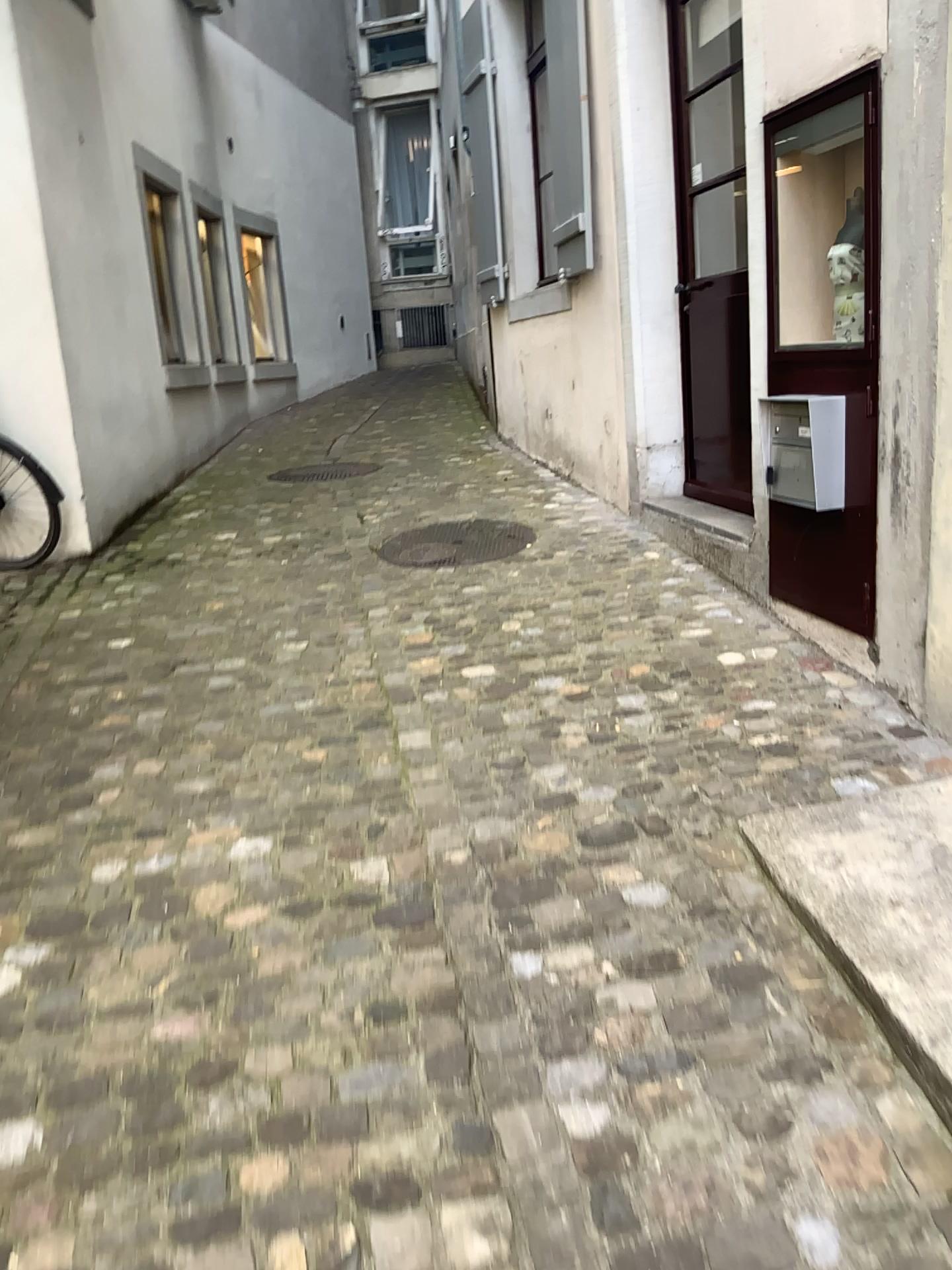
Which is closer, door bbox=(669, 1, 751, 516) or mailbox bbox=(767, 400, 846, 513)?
mailbox bbox=(767, 400, 846, 513)

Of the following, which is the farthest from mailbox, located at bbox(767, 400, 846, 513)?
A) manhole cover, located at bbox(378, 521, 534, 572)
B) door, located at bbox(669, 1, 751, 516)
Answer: manhole cover, located at bbox(378, 521, 534, 572)

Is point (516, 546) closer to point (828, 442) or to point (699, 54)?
point (828, 442)

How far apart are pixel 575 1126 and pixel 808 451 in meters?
2.1 m

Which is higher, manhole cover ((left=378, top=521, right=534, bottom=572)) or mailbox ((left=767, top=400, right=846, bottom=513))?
mailbox ((left=767, top=400, right=846, bottom=513))

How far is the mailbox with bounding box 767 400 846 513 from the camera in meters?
3.1 m

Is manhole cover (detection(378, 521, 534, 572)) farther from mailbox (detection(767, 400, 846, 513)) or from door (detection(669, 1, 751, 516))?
mailbox (detection(767, 400, 846, 513))

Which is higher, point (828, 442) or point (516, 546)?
point (828, 442)

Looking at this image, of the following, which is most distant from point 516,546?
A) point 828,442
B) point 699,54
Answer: point 699,54
